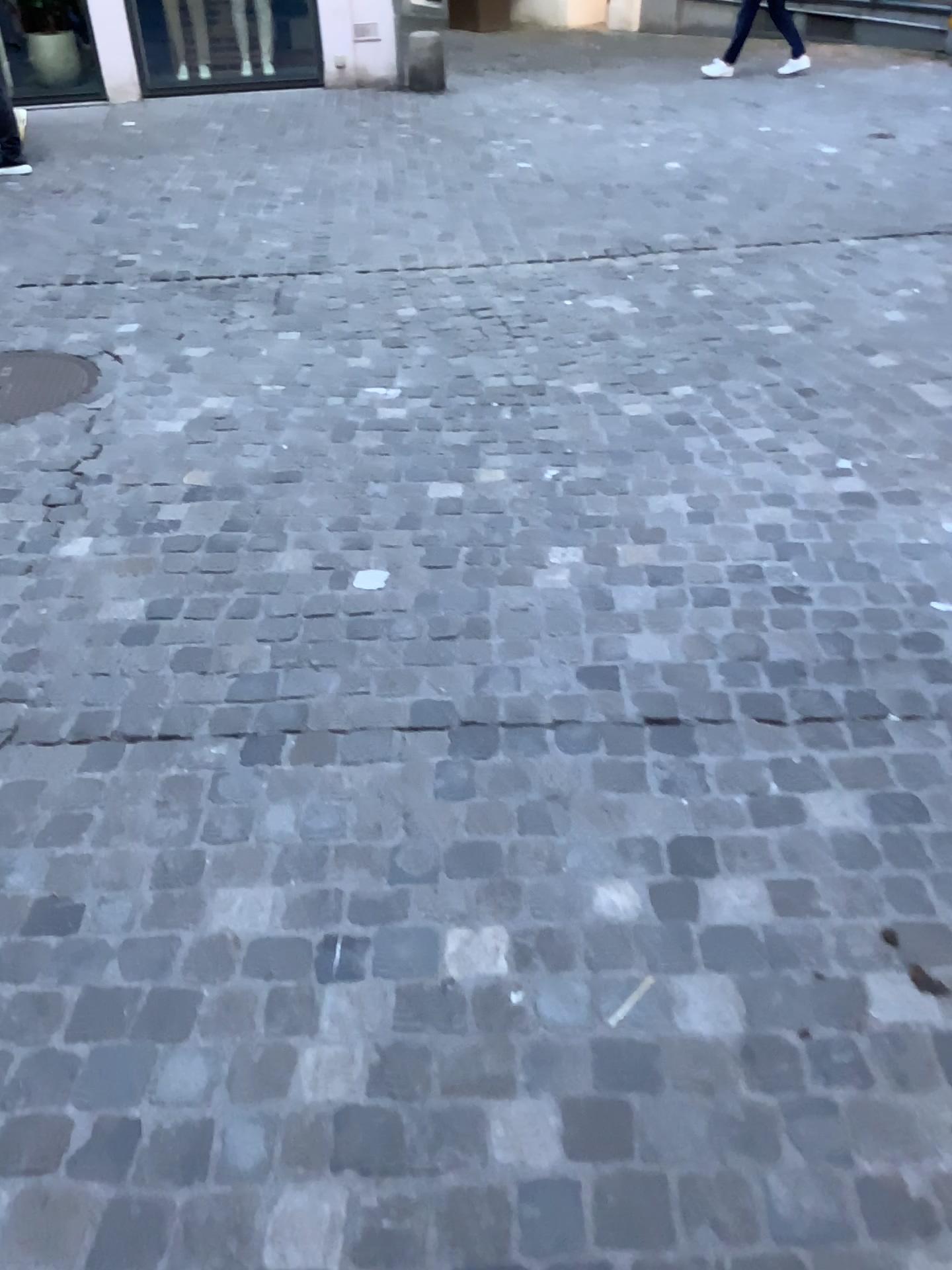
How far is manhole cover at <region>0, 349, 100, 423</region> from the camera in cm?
365

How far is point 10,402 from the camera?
3.7m

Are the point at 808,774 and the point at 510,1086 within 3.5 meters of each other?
yes
